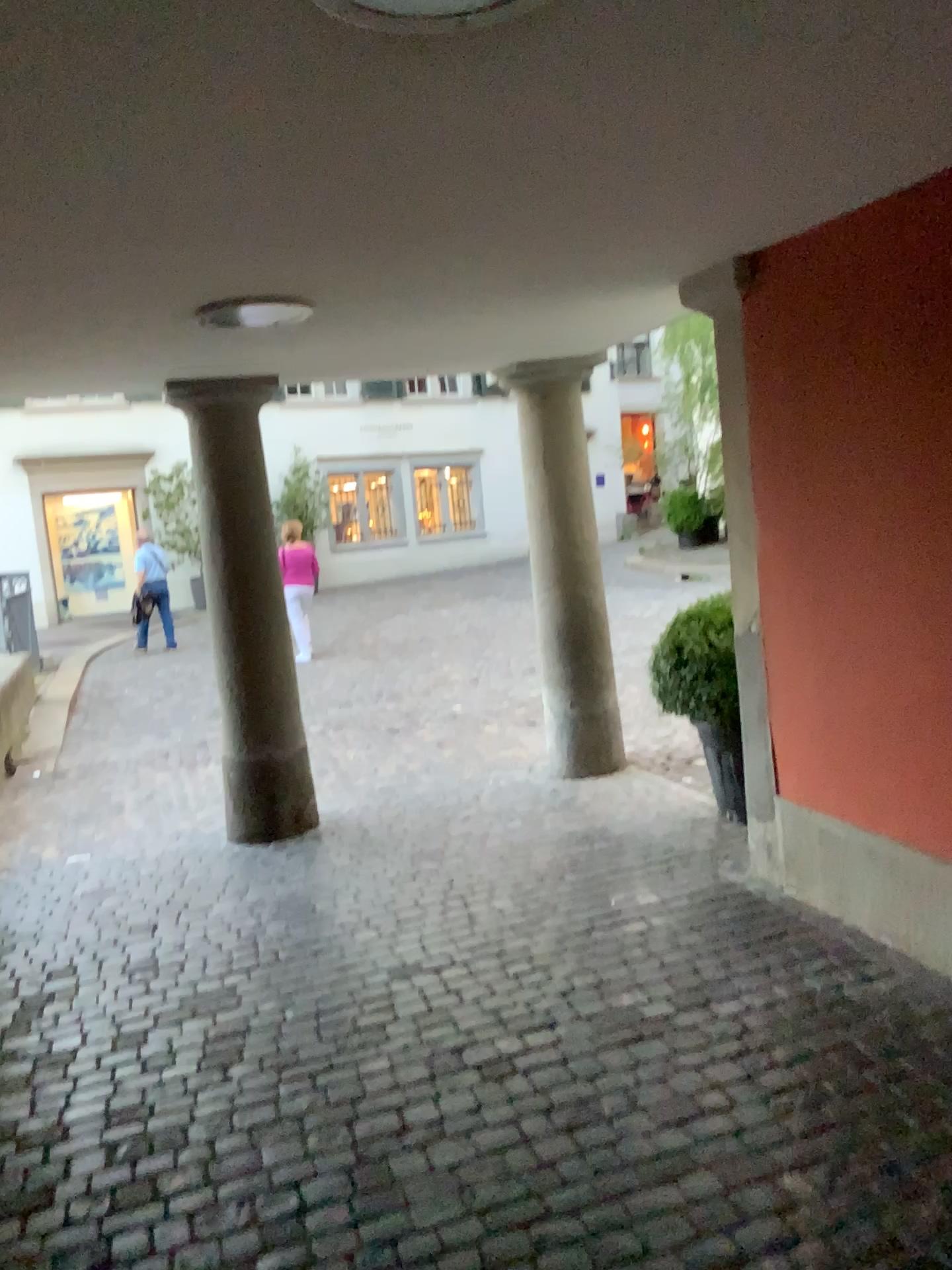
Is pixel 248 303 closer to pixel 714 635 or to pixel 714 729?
pixel 714 635

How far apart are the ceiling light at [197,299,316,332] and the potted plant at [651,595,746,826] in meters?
2.0 m

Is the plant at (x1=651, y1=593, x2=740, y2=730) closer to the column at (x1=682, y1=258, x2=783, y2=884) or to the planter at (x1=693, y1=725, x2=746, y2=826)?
the planter at (x1=693, y1=725, x2=746, y2=826)

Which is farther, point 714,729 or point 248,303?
point 714,729

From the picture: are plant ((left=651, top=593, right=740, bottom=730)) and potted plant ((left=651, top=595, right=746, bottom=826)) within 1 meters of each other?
yes

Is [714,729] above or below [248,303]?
below

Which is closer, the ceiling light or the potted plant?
the ceiling light

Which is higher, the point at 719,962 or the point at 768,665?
the point at 768,665

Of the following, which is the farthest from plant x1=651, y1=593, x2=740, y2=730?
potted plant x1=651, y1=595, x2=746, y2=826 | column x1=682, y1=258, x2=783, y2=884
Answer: column x1=682, y1=258, x2=783, y2=884

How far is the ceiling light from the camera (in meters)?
3.25
